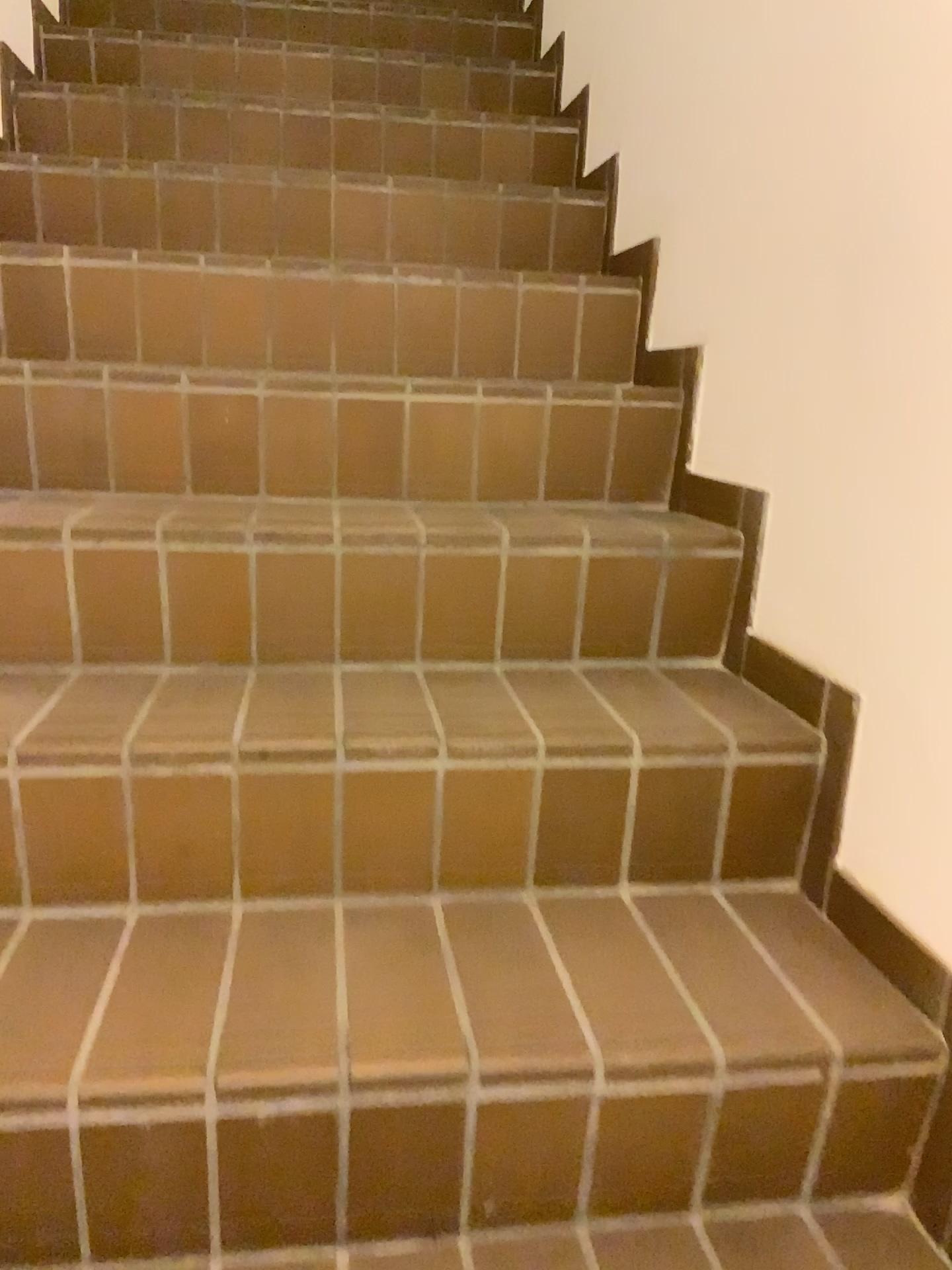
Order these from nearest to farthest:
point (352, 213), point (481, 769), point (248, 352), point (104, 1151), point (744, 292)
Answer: point (104, 1151)
point (481, 769)
point (744, 292)
point (248, 352)
point (352, 213)
